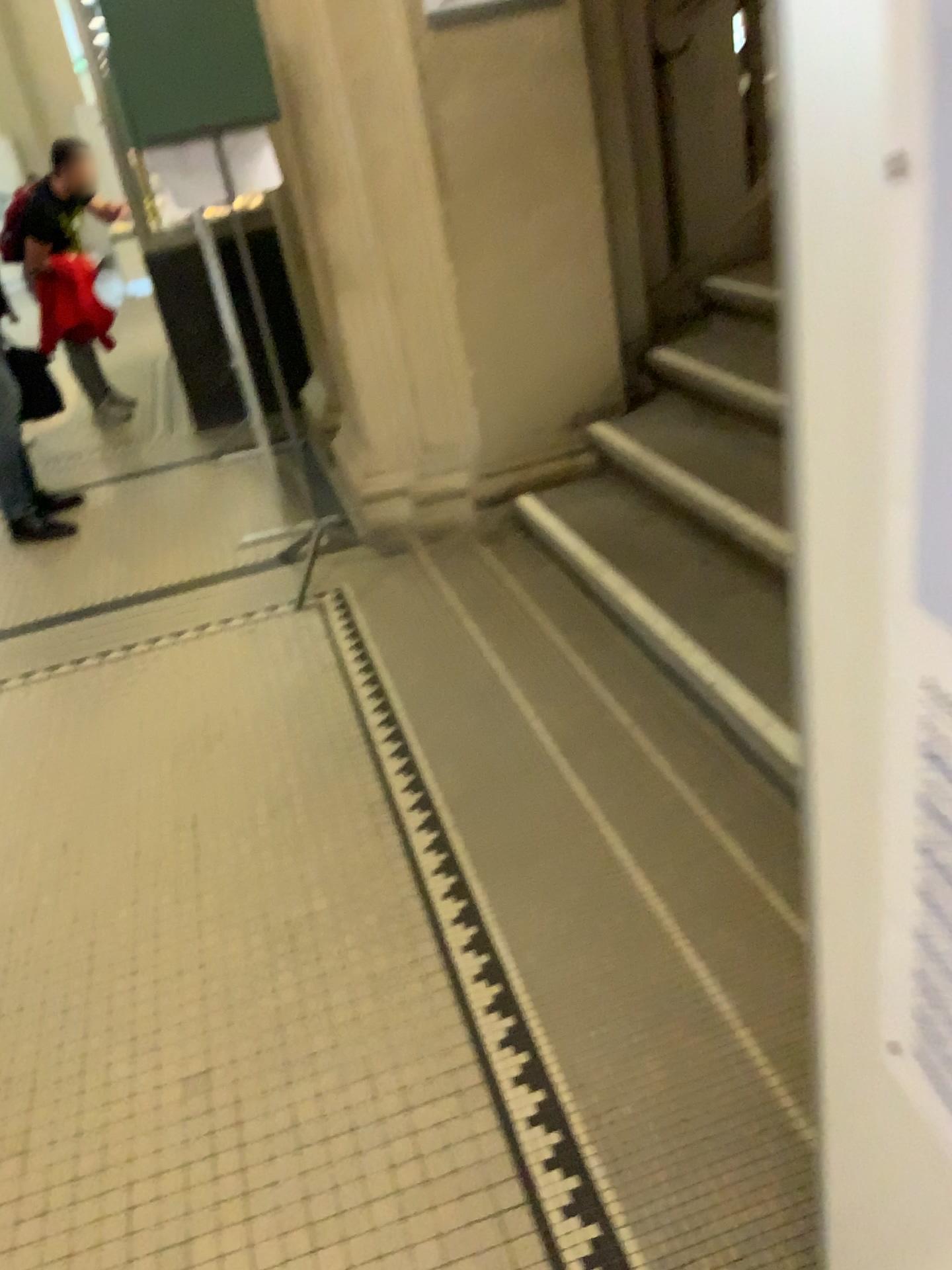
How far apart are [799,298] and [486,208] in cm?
286

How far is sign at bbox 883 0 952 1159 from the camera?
0.5 meters

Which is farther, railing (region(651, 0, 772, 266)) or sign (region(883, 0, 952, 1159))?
railing (region(651, 0, 772, 266))

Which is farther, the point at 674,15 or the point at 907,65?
the point at 674,15

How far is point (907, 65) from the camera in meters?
0.5
